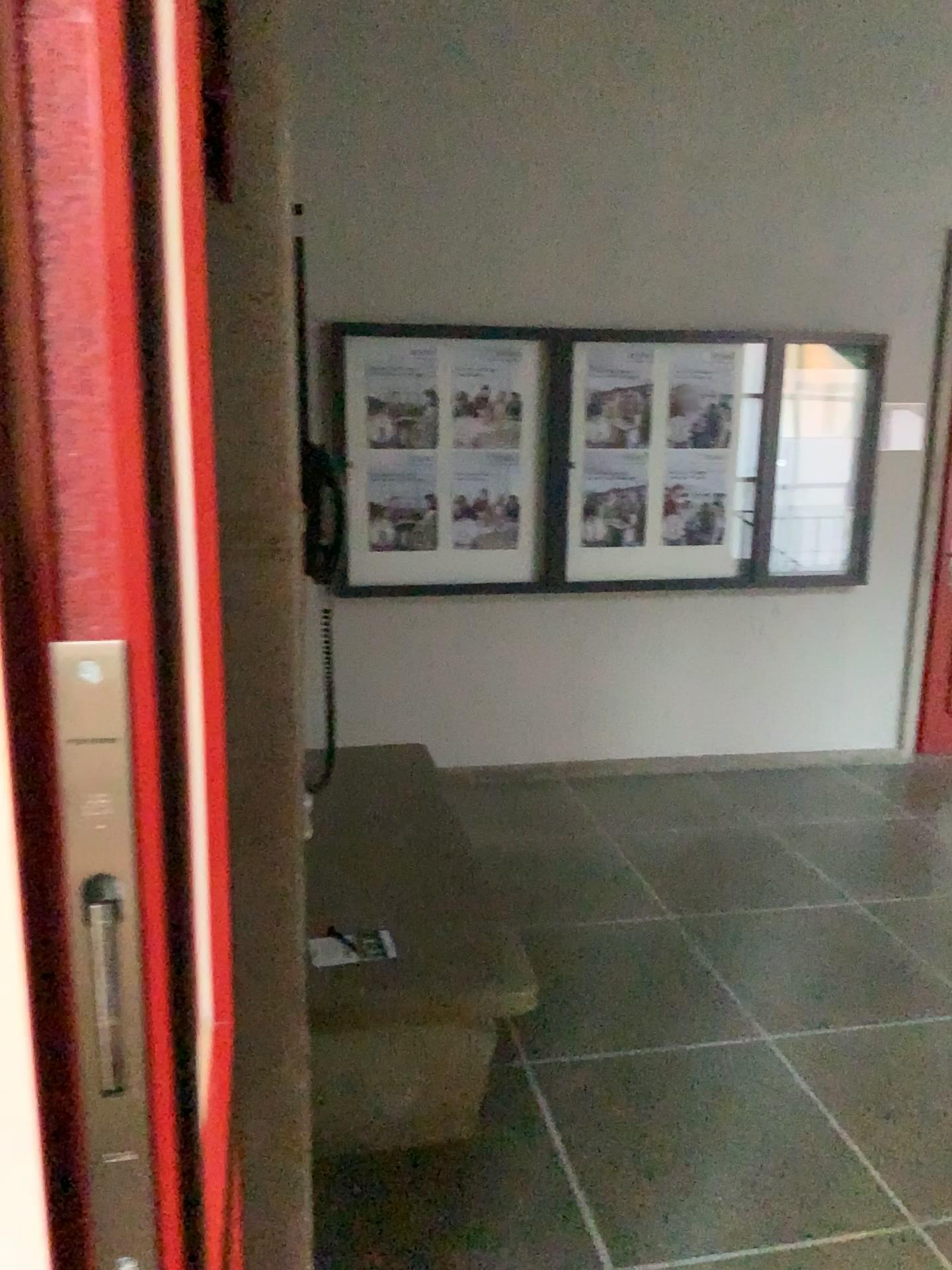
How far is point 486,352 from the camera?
4.43m

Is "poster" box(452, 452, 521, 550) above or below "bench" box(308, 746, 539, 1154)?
above

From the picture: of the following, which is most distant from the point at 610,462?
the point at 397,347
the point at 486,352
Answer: the point at 397,347

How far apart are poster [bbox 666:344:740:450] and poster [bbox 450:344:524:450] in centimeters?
69cm

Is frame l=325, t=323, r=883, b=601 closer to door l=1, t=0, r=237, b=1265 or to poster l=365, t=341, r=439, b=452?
poster l=365, t=341, r=439, b=452

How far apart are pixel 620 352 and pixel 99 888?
4.3m

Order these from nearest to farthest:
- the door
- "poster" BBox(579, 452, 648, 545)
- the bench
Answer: the door → the bench → "poster" BBox(579, 452, 648, 545)

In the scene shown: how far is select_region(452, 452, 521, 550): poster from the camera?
4.5m

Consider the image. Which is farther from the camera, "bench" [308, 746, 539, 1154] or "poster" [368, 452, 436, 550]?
"poster" [368, 452, 436, 550]

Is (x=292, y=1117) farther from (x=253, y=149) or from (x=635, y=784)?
(x=635, y=784)
